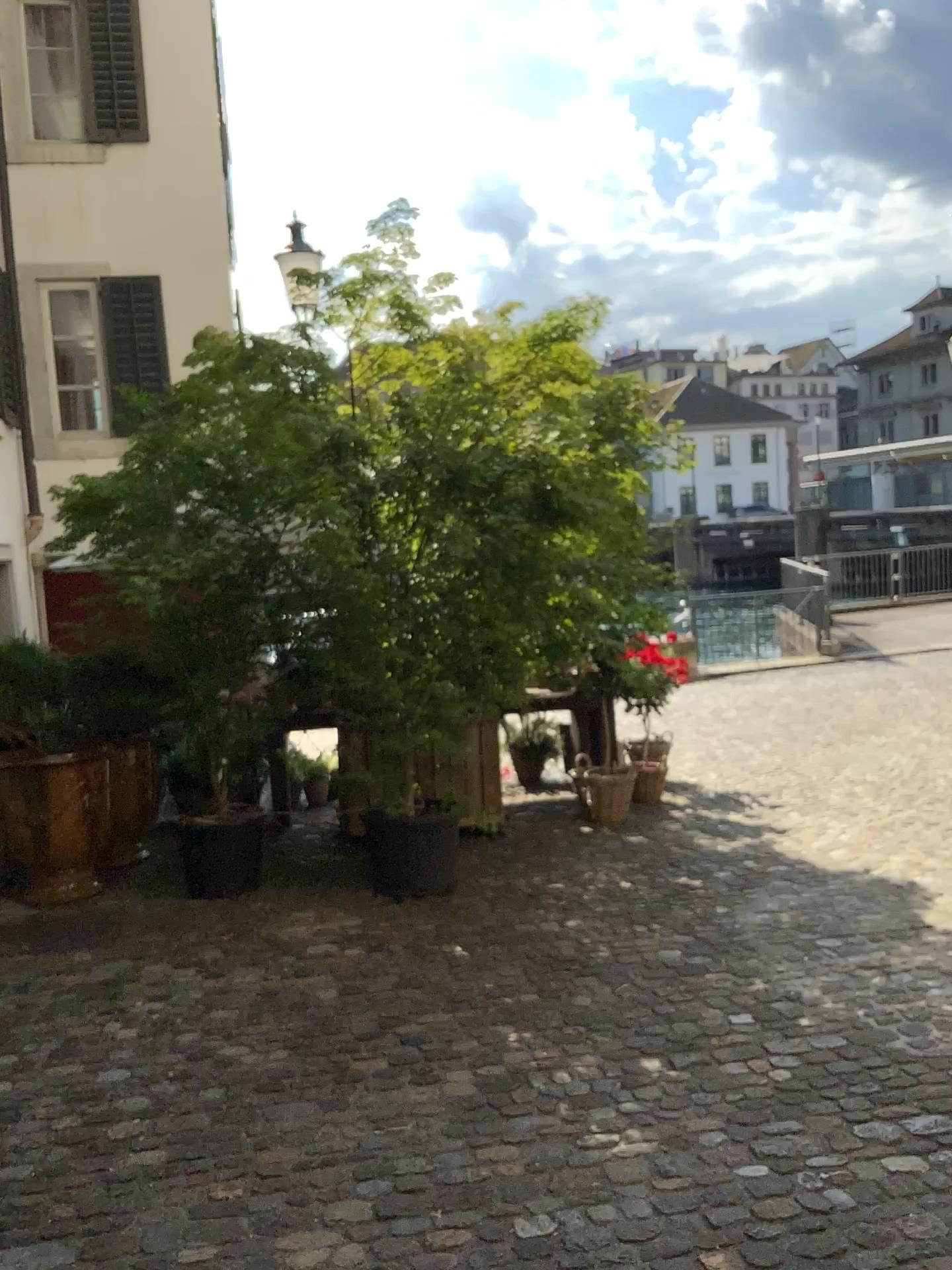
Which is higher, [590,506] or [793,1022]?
[590,506]
